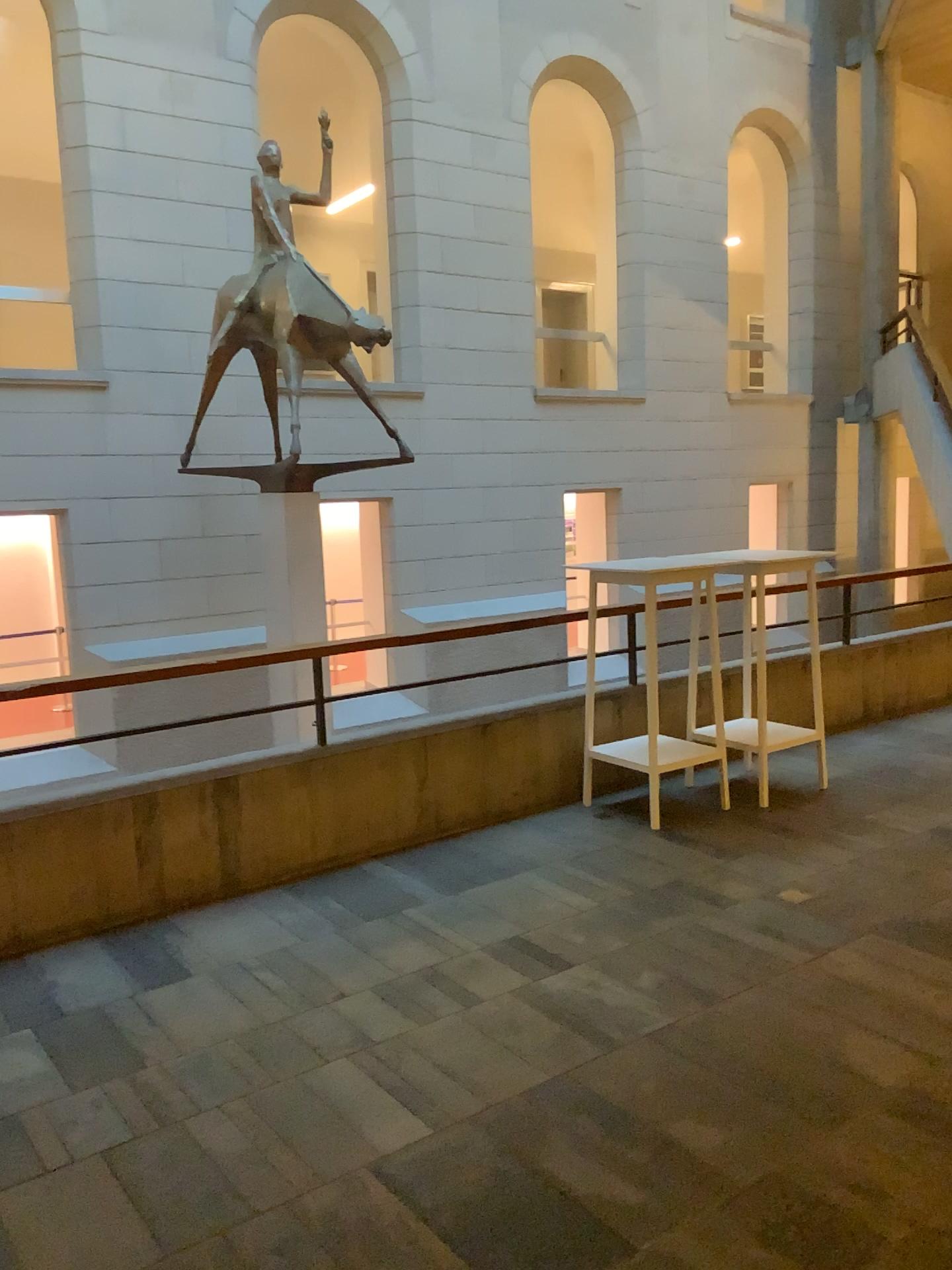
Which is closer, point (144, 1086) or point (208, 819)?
point (144, 1086)
